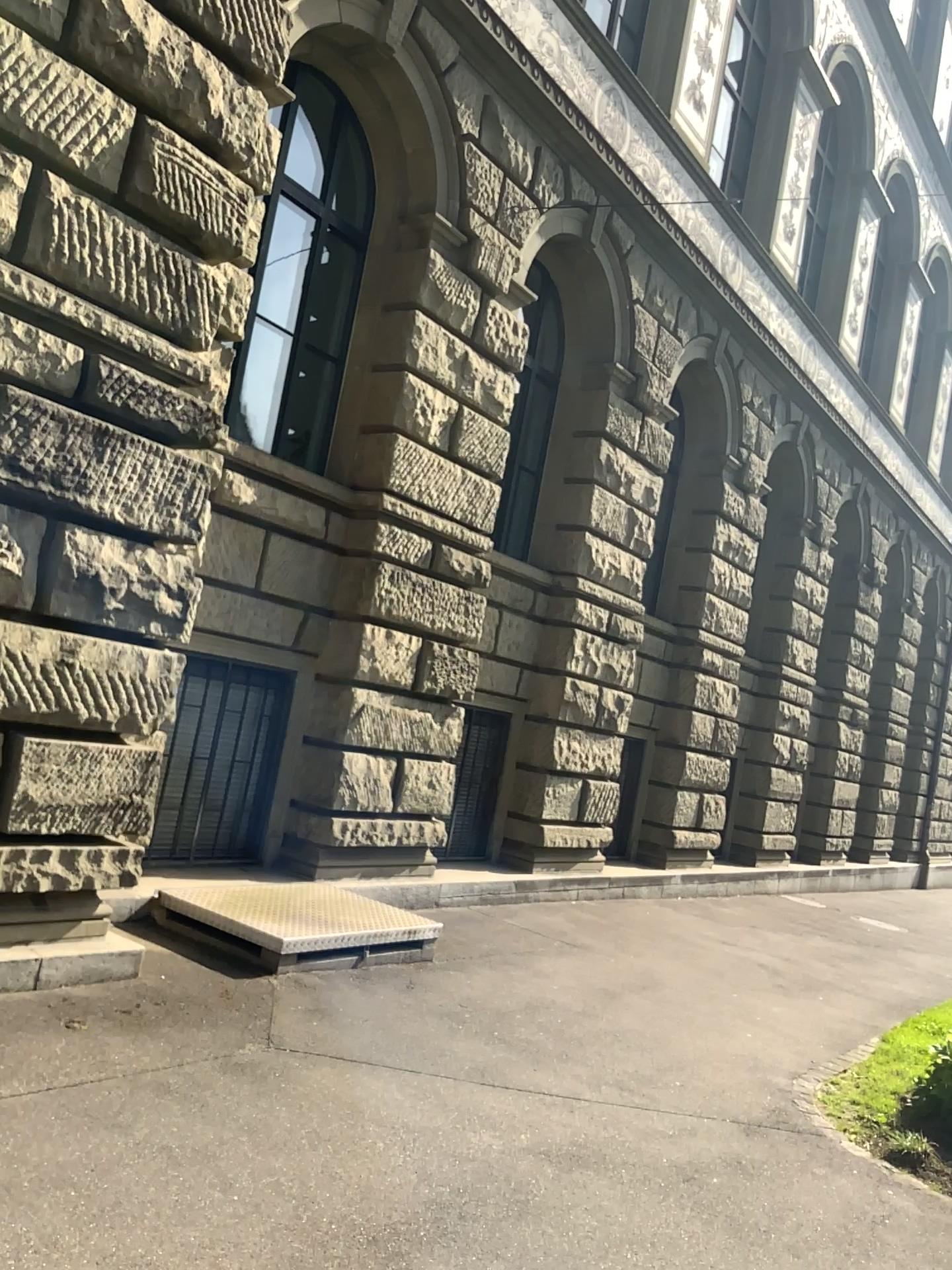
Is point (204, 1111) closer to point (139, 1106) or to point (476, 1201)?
point (139, 1106)
